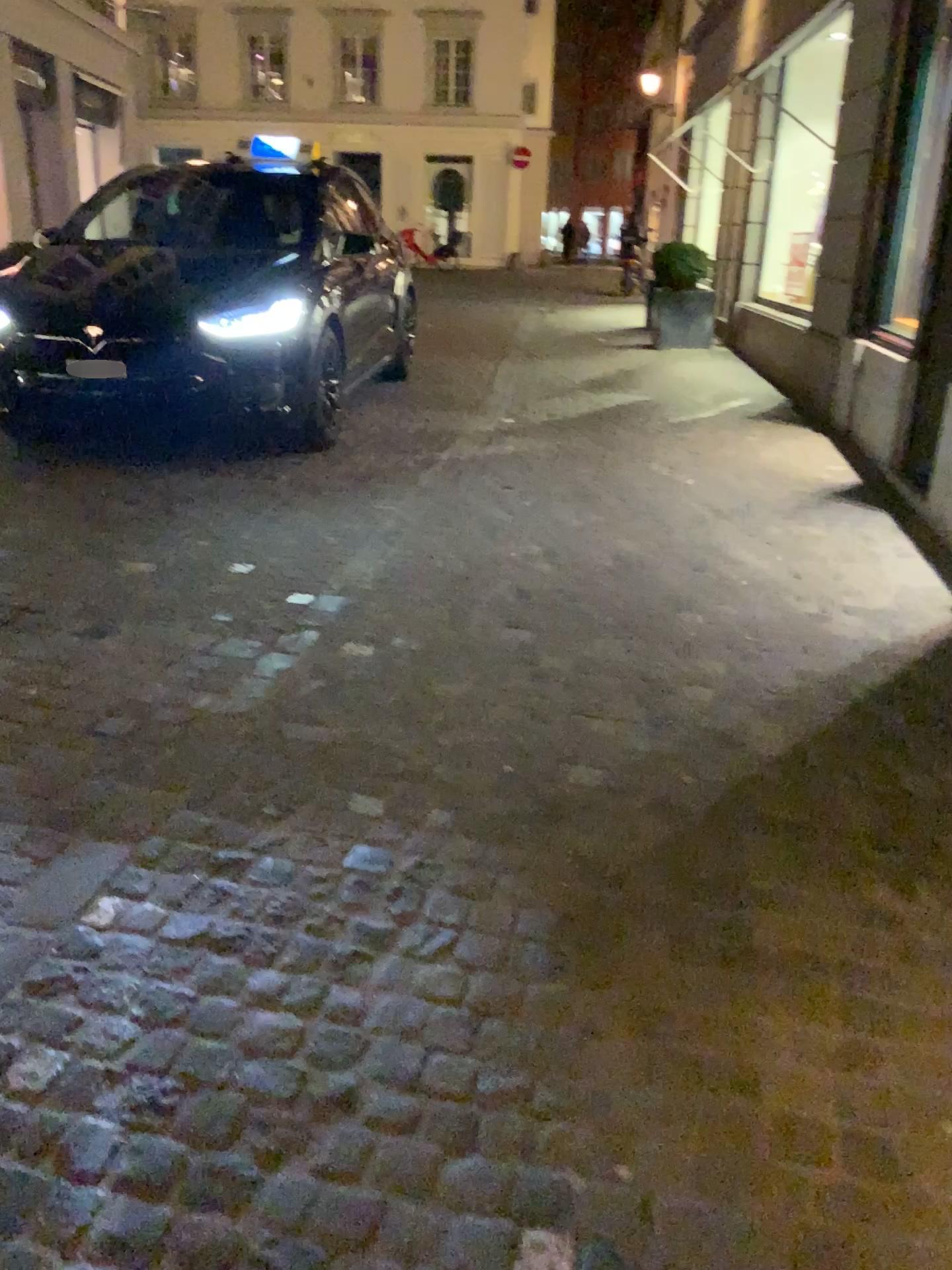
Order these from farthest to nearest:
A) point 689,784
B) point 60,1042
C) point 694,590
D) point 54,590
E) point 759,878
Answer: point 694,590 → point 54,590 → point 689,784 → point 759,878 → point 60,1042
